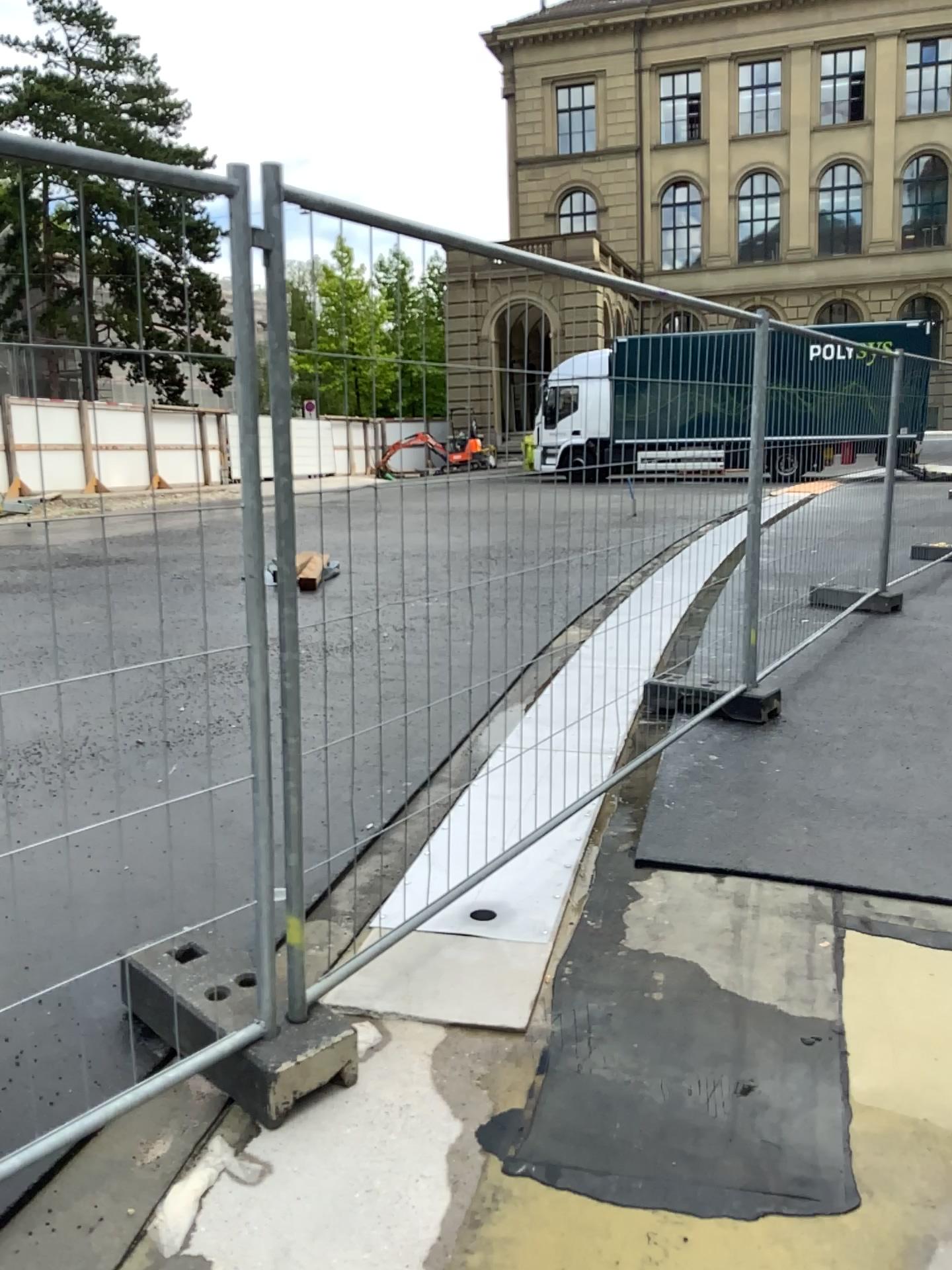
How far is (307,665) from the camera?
2.4 meters
